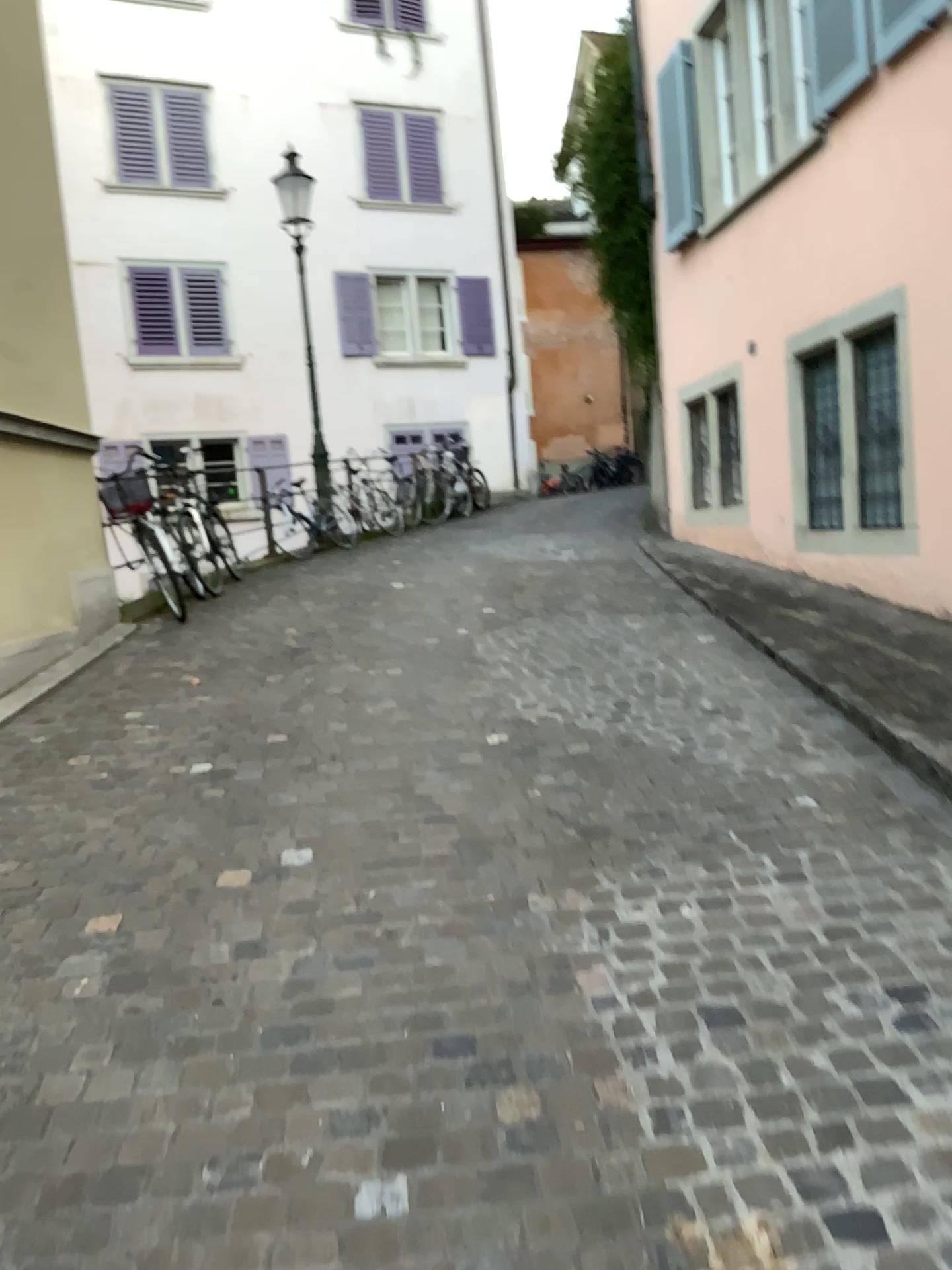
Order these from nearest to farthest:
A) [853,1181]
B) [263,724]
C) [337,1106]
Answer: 1. [853,1181]
2. [337,1106]
3. [263,724]
